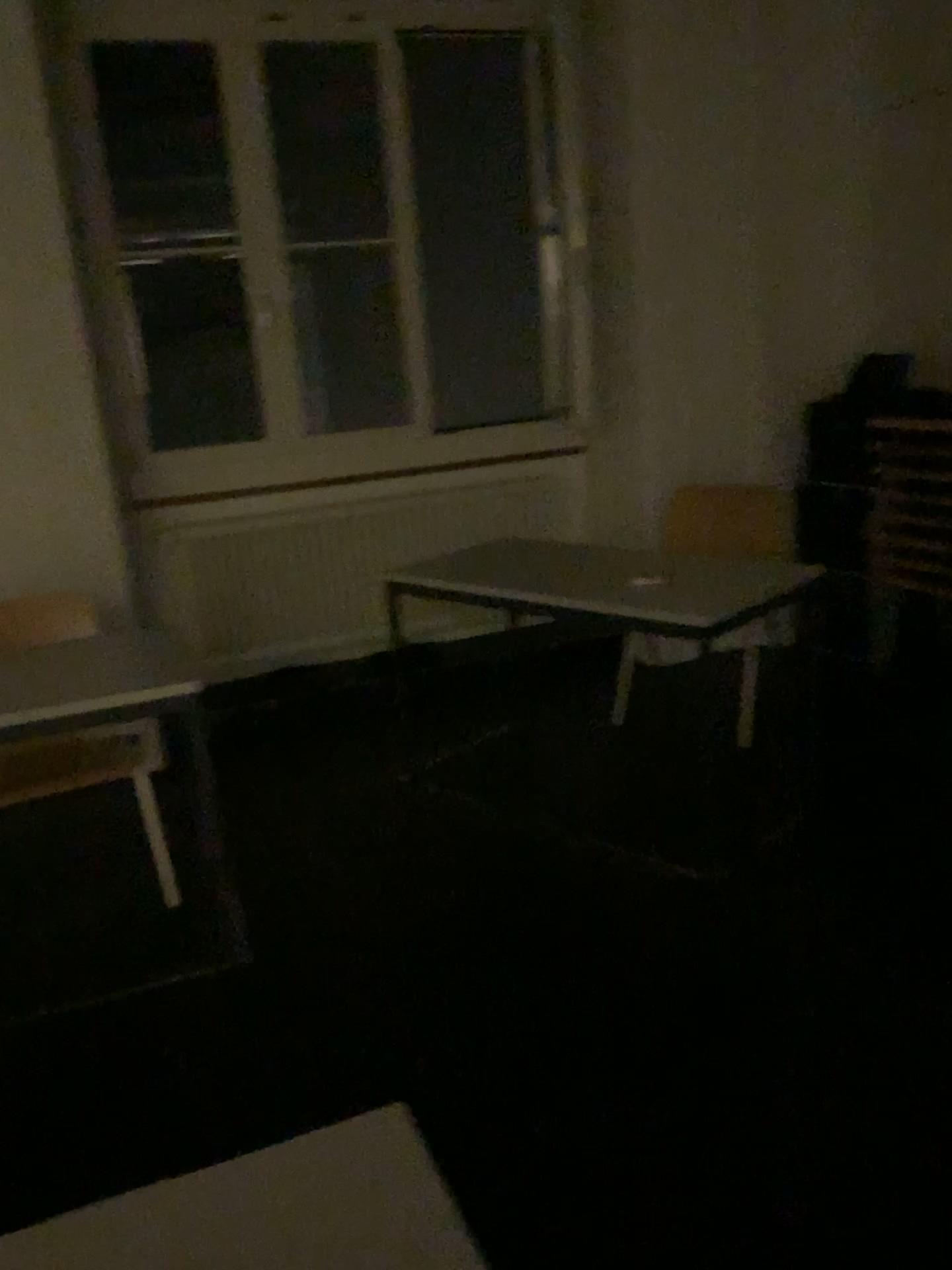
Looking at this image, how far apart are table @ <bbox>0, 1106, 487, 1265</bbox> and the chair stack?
3.18m

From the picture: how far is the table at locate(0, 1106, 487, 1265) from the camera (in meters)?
0.88

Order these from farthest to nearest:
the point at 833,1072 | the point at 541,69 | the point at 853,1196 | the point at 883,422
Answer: the point at 541,69, the point at 883,422, the point at 833,1072, the point at 853,1196

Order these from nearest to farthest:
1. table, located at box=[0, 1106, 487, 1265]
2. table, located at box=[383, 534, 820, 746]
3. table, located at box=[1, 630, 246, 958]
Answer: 1. table, located at box=[0, 1106, 487, 1265]
2. table, located at box=[1, 630, 246, 958]
3. table, located at box=[383, 534, 820, 746]

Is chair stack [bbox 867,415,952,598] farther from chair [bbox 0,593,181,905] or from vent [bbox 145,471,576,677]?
chair [bbox 0,593,181,905]

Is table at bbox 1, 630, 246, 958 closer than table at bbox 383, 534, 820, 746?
Yes

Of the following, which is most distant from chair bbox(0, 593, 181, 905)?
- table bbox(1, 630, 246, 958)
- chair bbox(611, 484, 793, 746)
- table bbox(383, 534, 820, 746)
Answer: chair bbox(611, 484, 793, 746)

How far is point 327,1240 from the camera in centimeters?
88cm

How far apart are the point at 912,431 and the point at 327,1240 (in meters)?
3.35

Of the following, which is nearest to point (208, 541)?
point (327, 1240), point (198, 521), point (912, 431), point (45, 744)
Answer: point (198, 521)
